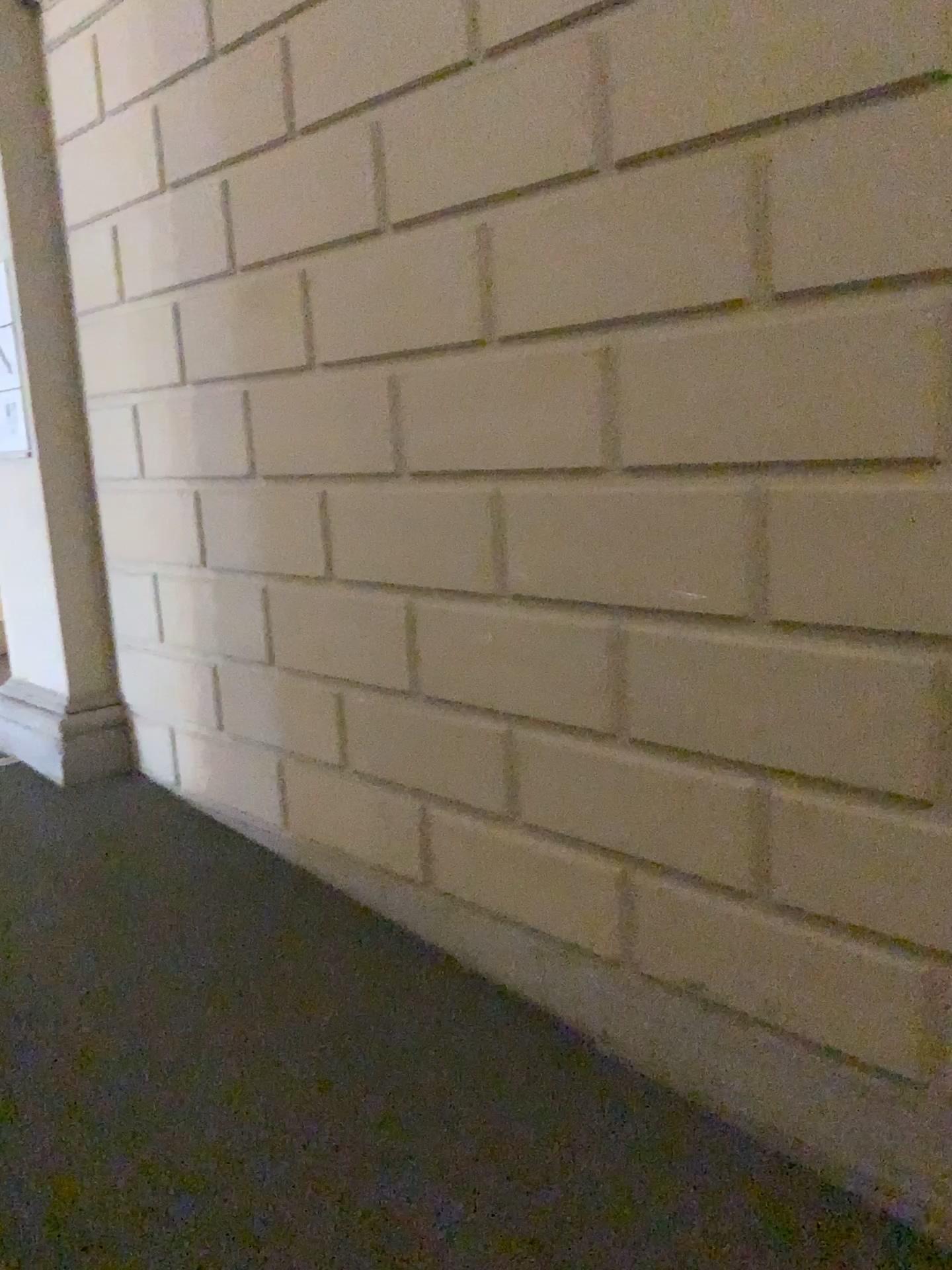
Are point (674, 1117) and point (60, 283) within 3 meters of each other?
no
